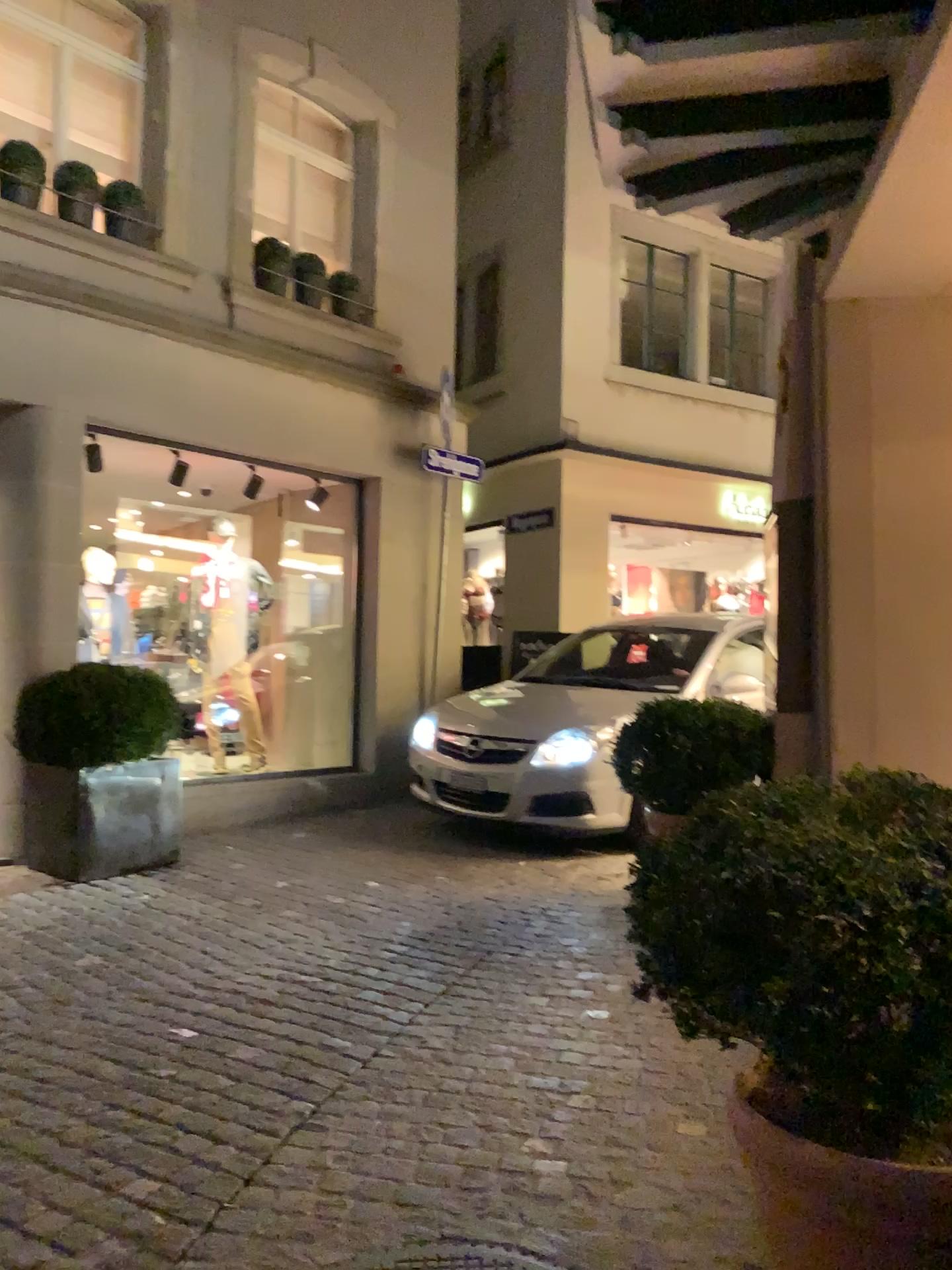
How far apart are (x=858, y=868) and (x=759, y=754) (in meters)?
3.11

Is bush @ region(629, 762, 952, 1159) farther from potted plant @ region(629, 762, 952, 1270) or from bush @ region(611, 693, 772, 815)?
bush @ region(611, 693, 772, 815)

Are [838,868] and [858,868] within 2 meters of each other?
yes

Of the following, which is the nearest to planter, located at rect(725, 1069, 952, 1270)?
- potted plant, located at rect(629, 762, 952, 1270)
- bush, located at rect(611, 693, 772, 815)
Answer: potted plant, located at rect(629, 762, 952, 1270)

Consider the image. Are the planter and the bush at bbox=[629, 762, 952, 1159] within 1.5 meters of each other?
yes

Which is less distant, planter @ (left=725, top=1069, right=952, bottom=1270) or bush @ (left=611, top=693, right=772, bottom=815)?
planter @ (left=725, top=1069, right=952, bottom=1270)

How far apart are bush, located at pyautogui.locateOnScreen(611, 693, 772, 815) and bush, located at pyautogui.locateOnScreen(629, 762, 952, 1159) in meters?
2.6

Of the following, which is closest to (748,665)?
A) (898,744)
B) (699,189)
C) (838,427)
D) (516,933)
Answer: (898,744)

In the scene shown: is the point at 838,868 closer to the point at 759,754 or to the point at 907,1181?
the point at 907,1181

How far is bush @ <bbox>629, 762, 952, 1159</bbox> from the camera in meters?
1.7 m
